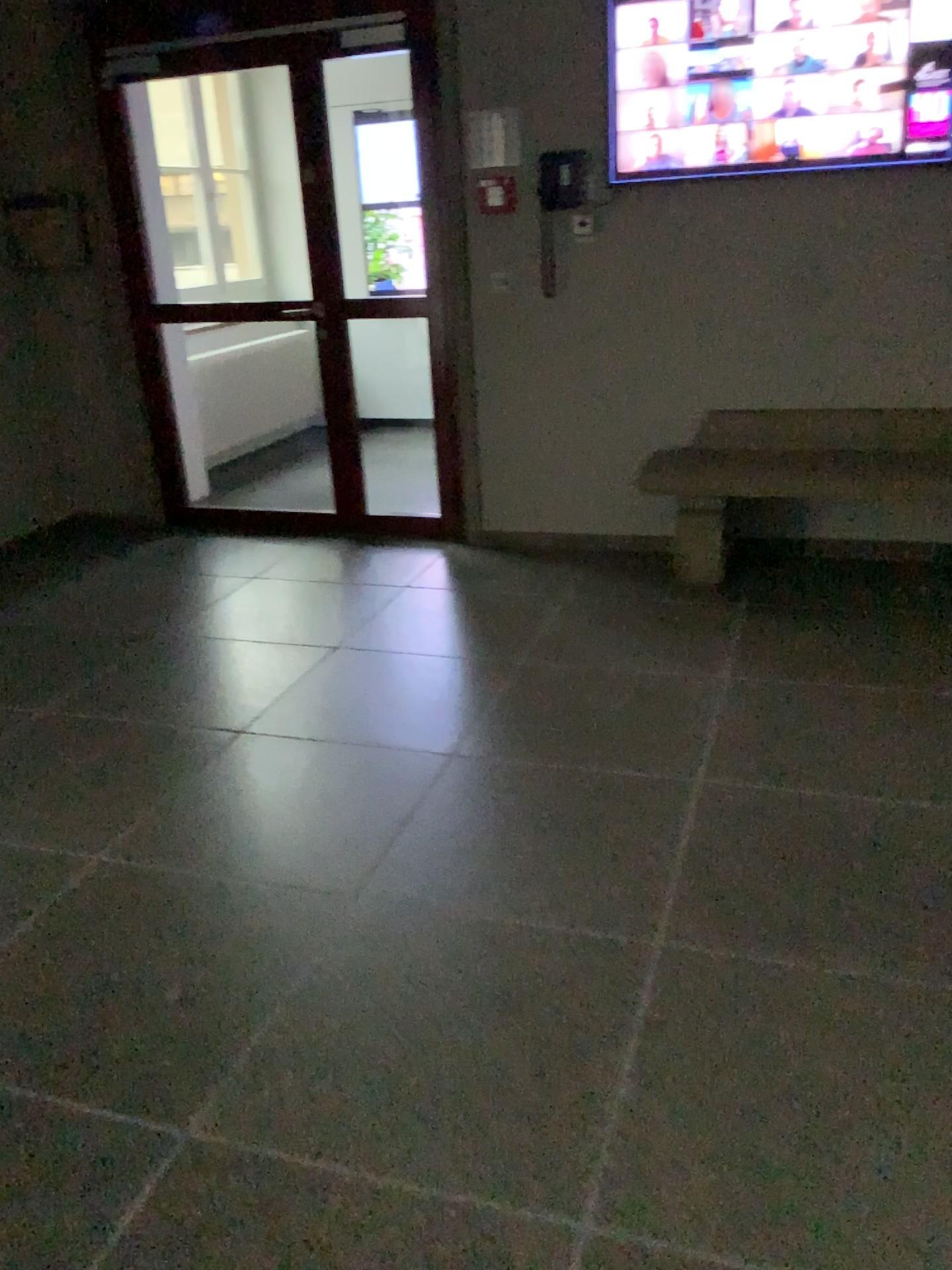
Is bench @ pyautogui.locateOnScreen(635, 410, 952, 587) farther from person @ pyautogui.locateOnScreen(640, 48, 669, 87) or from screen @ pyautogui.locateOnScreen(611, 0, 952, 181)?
person @ pyautogui.locateOnScreen(640, 48, 669, 87)

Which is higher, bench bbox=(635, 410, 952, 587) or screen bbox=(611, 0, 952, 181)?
screen bbox=(611, 0, 952, 181)

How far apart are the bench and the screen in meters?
0.9 m

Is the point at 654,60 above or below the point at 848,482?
above

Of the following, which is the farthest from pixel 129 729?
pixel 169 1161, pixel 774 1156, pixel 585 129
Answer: pixel 585 129

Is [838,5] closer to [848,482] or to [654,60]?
[654,60]

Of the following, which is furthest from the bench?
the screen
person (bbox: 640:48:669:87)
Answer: person (bbox: 640:48:669:87)

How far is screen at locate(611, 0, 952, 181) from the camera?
3.7 meters

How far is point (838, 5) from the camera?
3.7 meters
